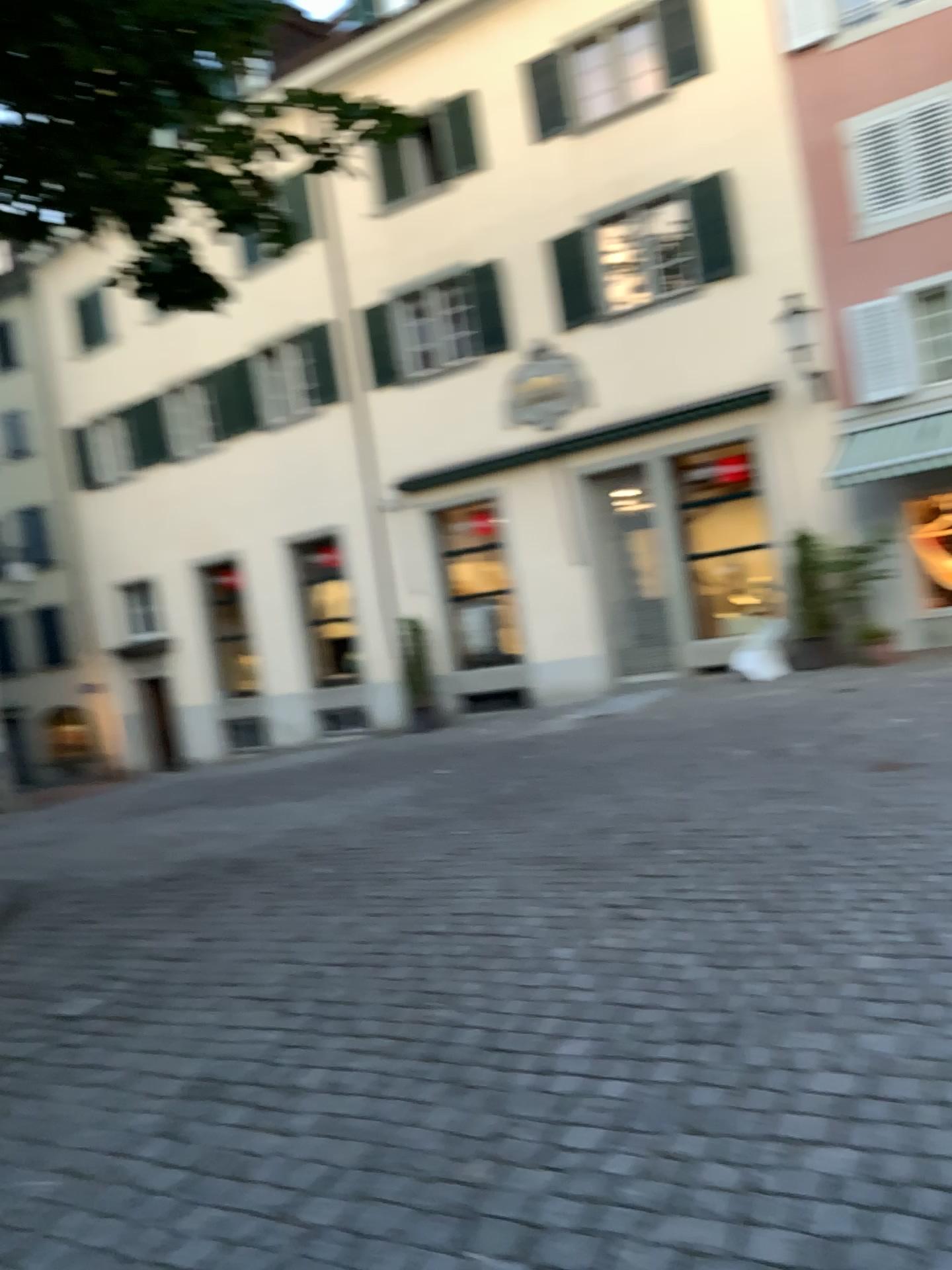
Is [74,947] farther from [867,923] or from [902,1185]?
[902,1185]
